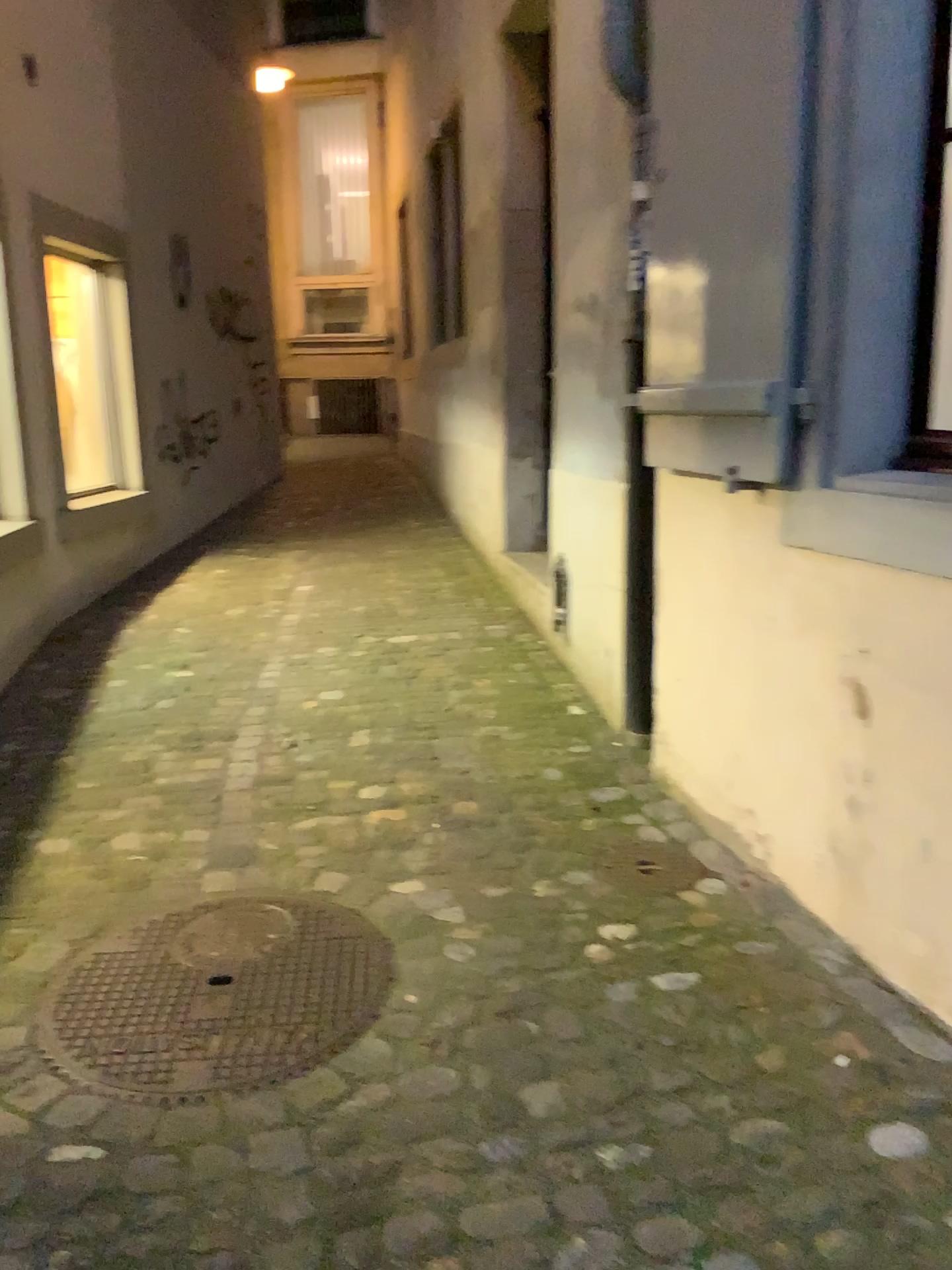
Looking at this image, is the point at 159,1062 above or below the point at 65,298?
below

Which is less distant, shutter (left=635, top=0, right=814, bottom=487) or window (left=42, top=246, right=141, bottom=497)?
shutter (left=635, top=0, right=814, bottom=487)

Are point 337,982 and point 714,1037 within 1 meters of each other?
yes

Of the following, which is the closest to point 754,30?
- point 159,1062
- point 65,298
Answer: point 159,1062

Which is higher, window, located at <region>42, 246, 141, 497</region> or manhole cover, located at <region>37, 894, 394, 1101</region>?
window, located at <region>42, 246, 141, 497</region>

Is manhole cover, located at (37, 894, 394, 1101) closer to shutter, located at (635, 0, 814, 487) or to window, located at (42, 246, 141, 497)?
shutter, located at (635, 0, 814, 487)

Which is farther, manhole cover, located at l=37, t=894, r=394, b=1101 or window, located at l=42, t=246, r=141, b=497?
window, located at l=42, t=246, r=141, b=497

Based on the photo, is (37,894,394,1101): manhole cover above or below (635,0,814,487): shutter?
below

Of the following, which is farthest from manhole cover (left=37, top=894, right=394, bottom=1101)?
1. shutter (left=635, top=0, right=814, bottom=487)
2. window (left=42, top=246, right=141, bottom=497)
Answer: window (left=42, top=246, right=141, bottom=497)

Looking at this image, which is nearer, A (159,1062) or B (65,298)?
A (159,1062)
